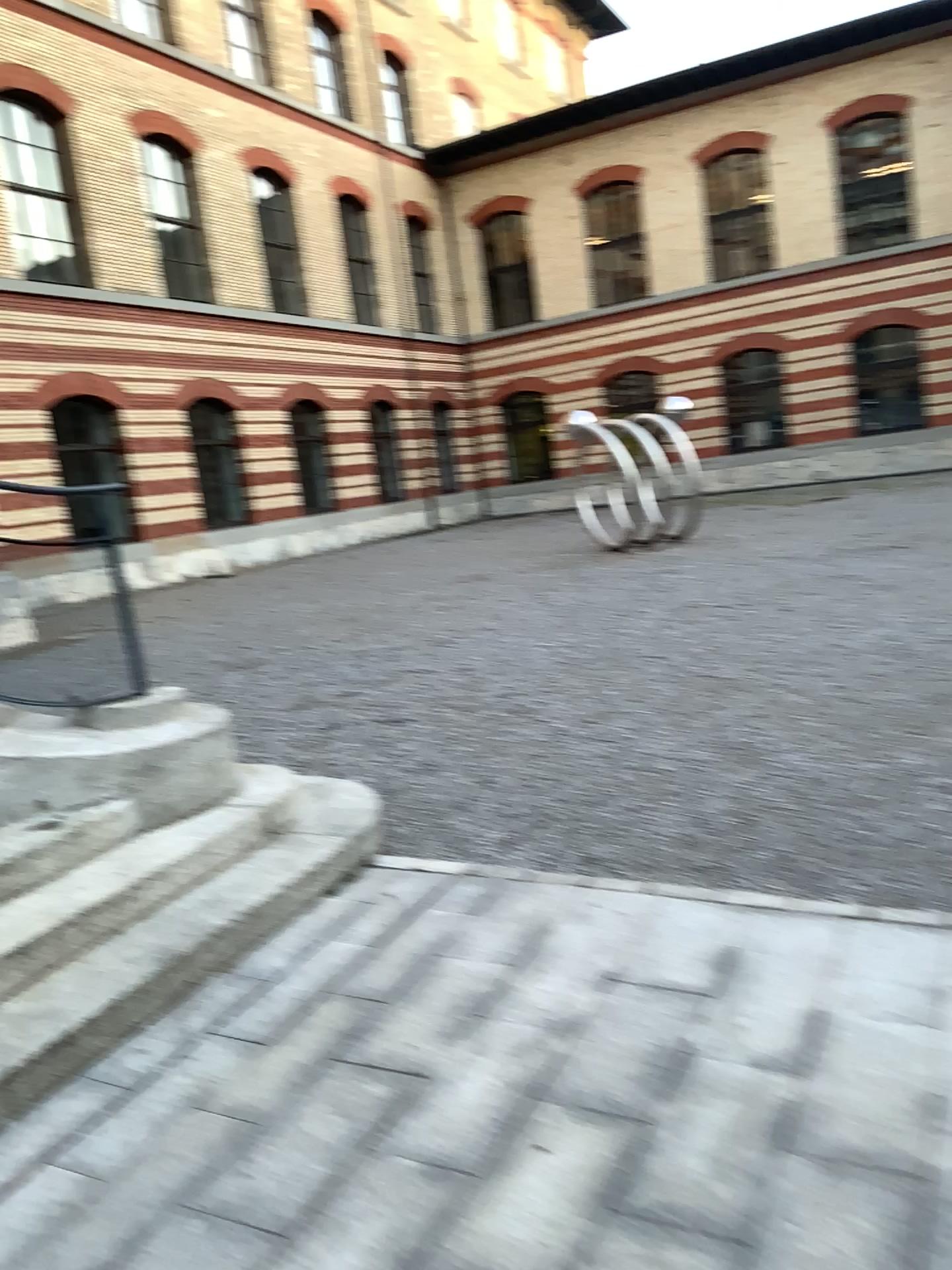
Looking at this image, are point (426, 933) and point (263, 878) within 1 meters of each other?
yes
